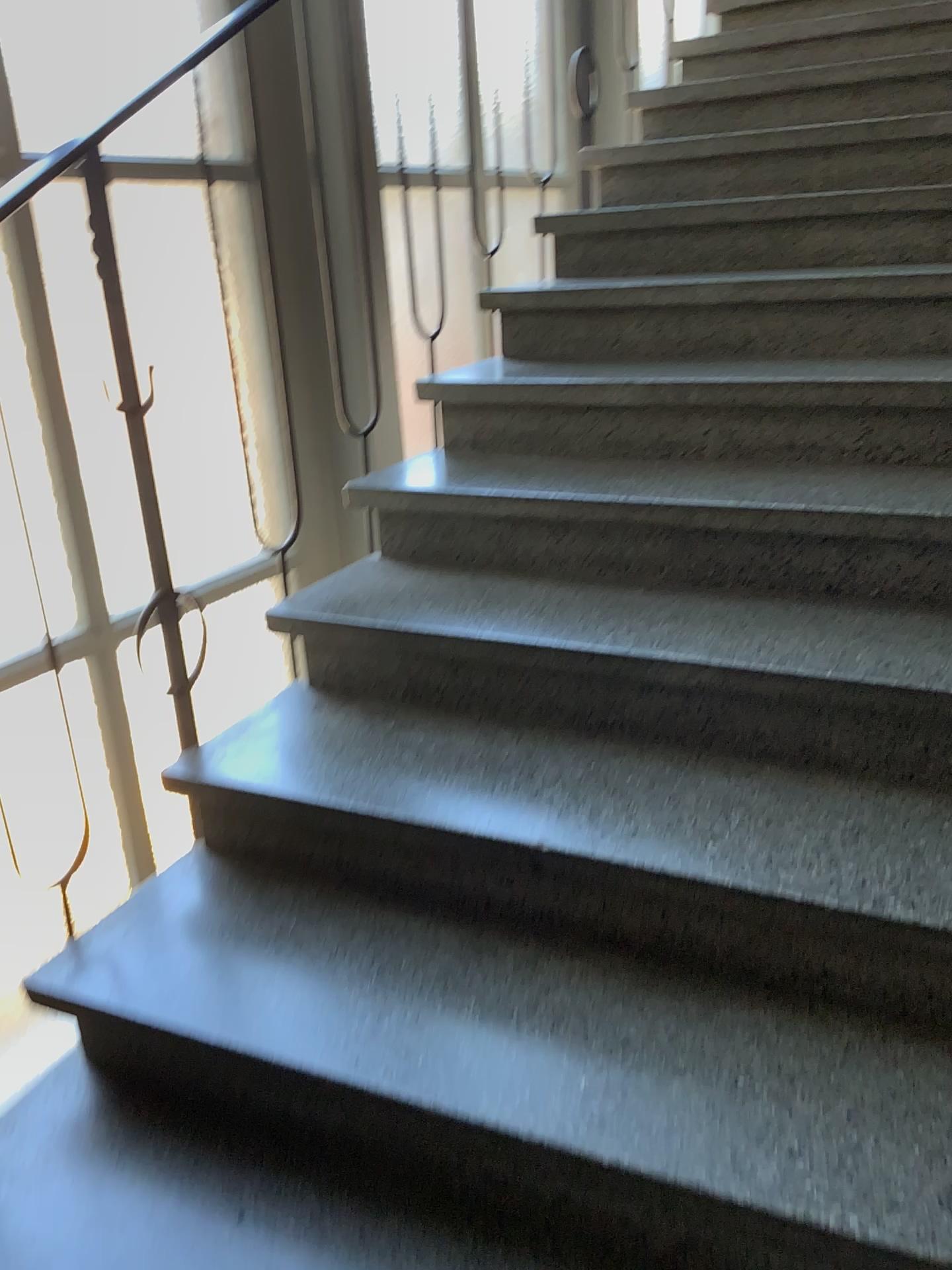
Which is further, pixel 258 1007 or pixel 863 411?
pixel 863 411
